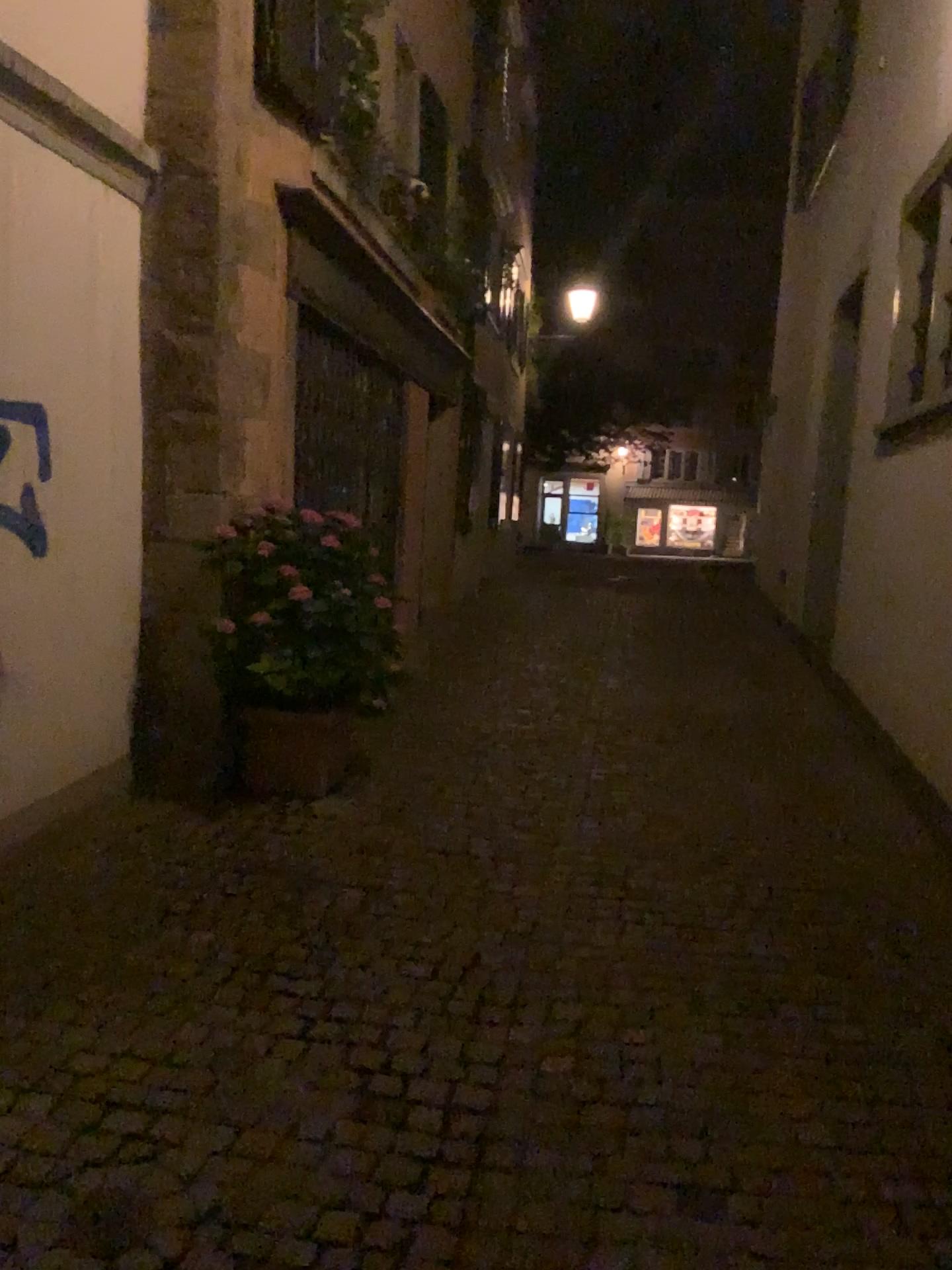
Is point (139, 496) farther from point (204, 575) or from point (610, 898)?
point (610, 898)

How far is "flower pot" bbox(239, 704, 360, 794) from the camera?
4.7m

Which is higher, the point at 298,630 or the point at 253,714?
the point at 298,630

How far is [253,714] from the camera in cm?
470
